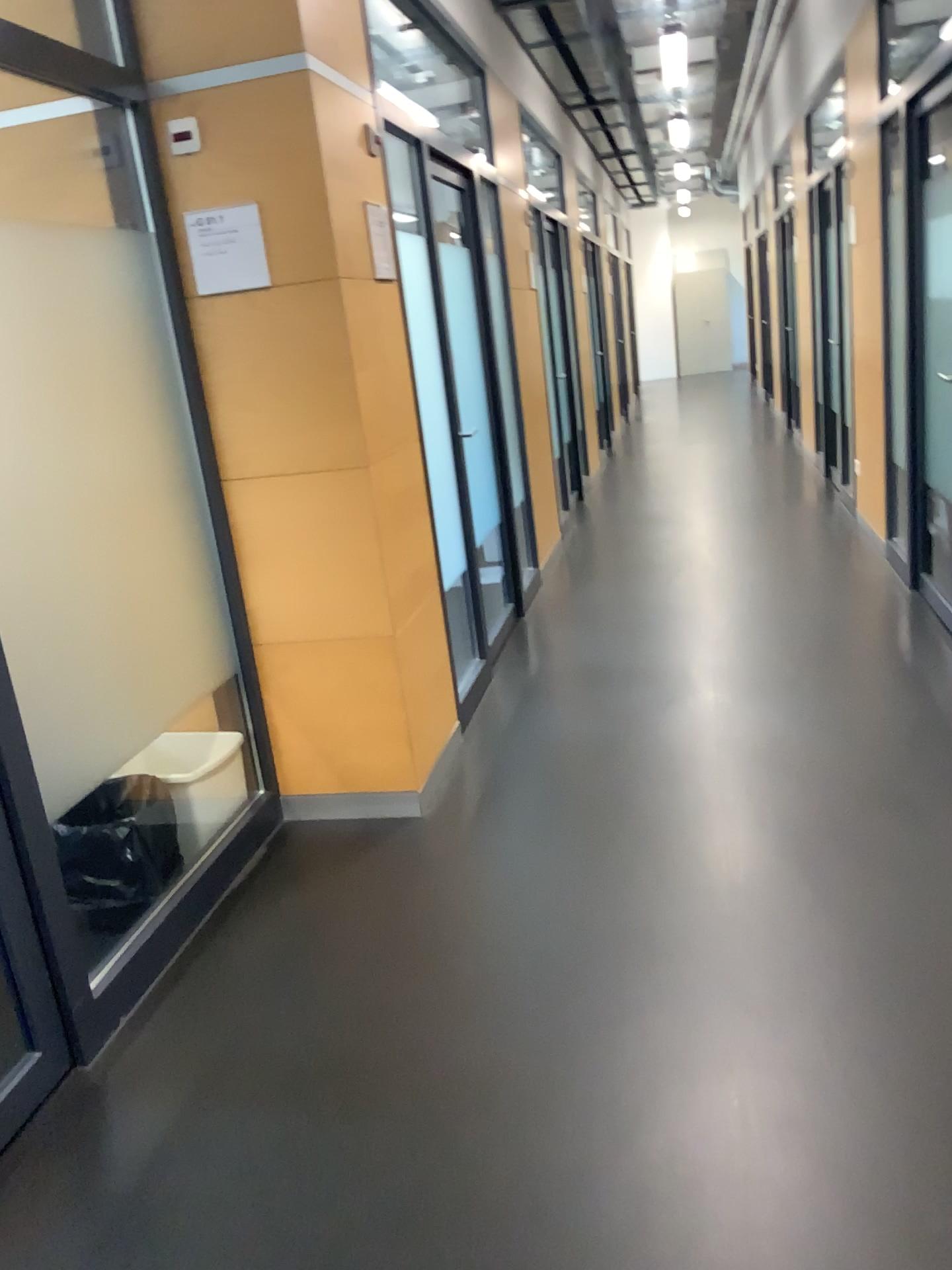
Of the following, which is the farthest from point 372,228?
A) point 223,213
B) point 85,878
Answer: point 85,878

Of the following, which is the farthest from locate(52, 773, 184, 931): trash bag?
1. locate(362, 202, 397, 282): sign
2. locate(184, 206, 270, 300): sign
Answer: locate(362, 202, 397, 282): sign

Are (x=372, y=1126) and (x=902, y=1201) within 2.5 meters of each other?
yes

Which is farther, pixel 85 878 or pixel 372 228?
pixel 372 228

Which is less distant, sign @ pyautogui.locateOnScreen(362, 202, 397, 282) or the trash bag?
the trash bag

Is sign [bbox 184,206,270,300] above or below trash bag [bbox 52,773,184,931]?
above

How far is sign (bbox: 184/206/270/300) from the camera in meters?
2.8 m

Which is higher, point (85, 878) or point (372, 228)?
point (372, 228)

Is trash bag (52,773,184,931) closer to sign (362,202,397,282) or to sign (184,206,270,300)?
sign (184,206,270,300)
